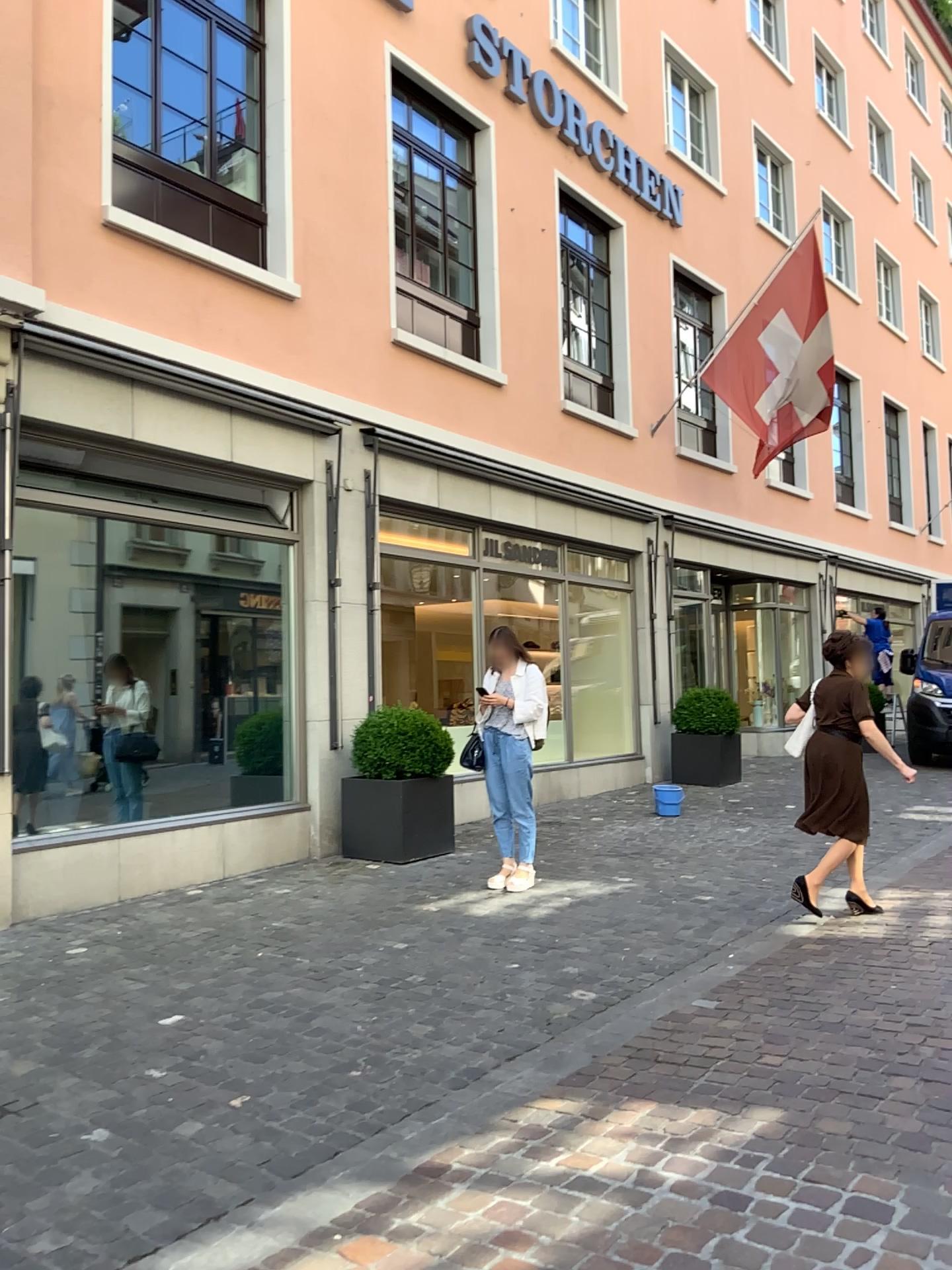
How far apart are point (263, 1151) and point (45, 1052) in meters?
1.2
